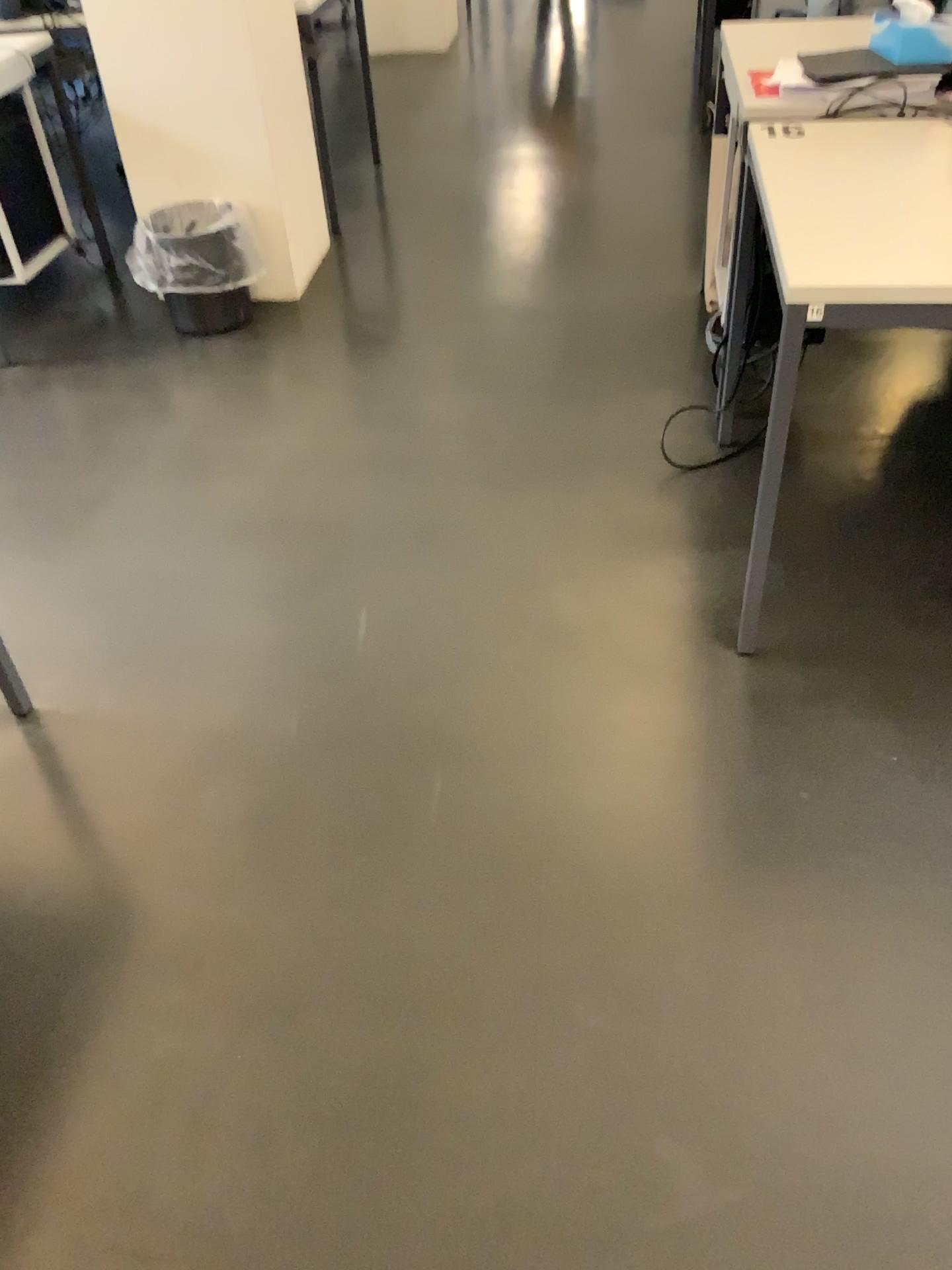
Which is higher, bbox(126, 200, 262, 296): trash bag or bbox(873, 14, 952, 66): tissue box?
bbox(873, 14, 952, 66): tissue box

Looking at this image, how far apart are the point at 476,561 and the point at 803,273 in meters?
1.0

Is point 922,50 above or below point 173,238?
above

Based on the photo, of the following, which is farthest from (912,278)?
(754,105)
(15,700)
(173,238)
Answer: (173,238)

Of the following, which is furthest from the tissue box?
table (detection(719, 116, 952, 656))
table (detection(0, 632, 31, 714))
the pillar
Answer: table (detection(0, 632, 31, 714))

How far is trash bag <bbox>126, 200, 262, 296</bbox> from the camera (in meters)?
3.17

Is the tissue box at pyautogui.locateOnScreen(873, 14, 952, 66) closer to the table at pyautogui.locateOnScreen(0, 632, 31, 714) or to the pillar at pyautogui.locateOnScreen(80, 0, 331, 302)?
the pillar at pyautogui.locateOnScreen(80, 0, 331, 302)

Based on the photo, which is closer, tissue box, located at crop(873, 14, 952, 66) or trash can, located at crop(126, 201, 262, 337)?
tissue box, located at crop(873, 14, 952, 66)

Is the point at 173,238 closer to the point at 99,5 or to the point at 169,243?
the point at 169,243

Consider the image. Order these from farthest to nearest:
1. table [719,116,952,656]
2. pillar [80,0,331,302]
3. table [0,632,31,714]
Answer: pillar [80,0,331,302] → table [0,632,31,714] → table [719,116,952,656]
